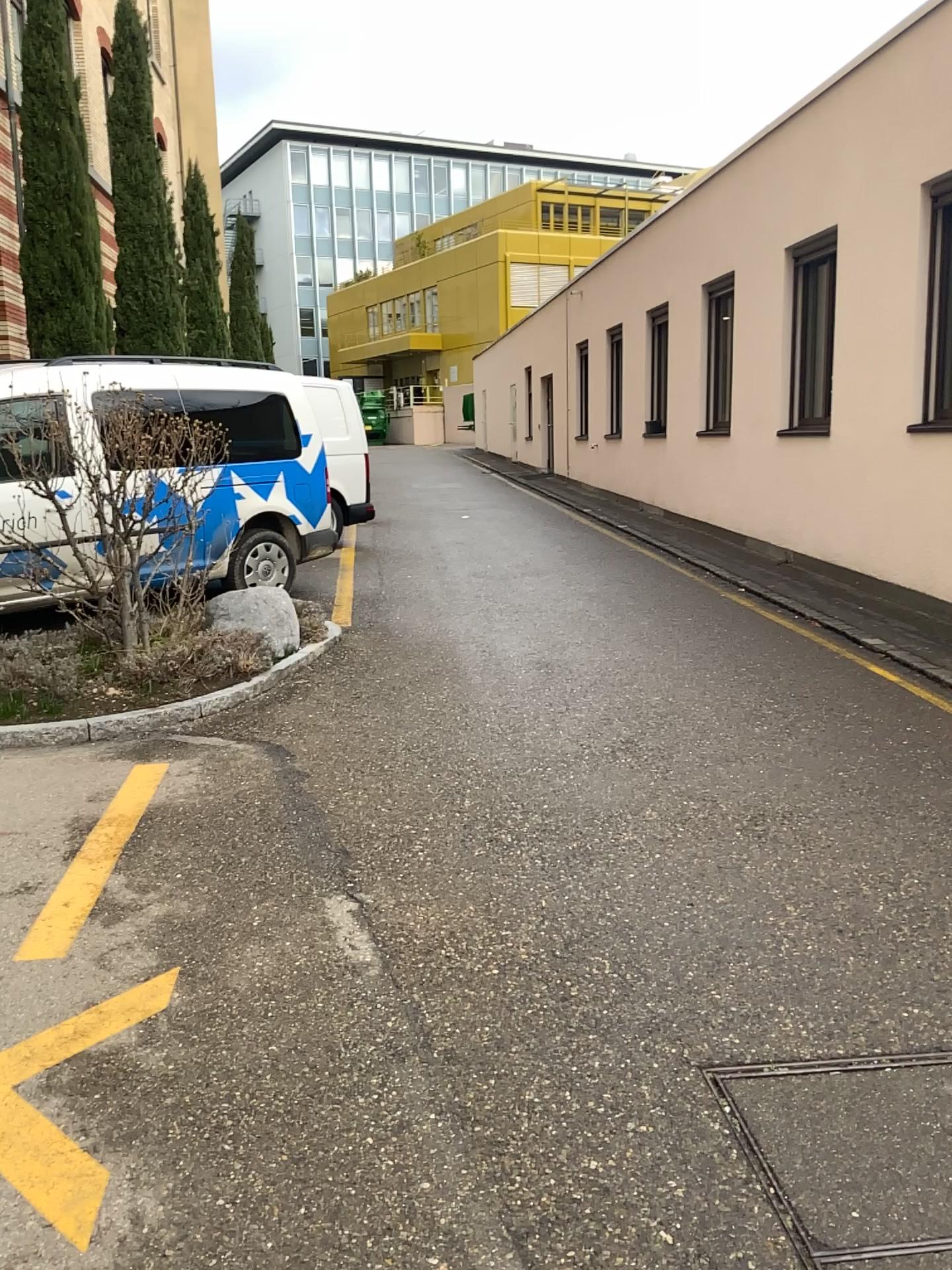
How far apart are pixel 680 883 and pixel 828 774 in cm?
134
